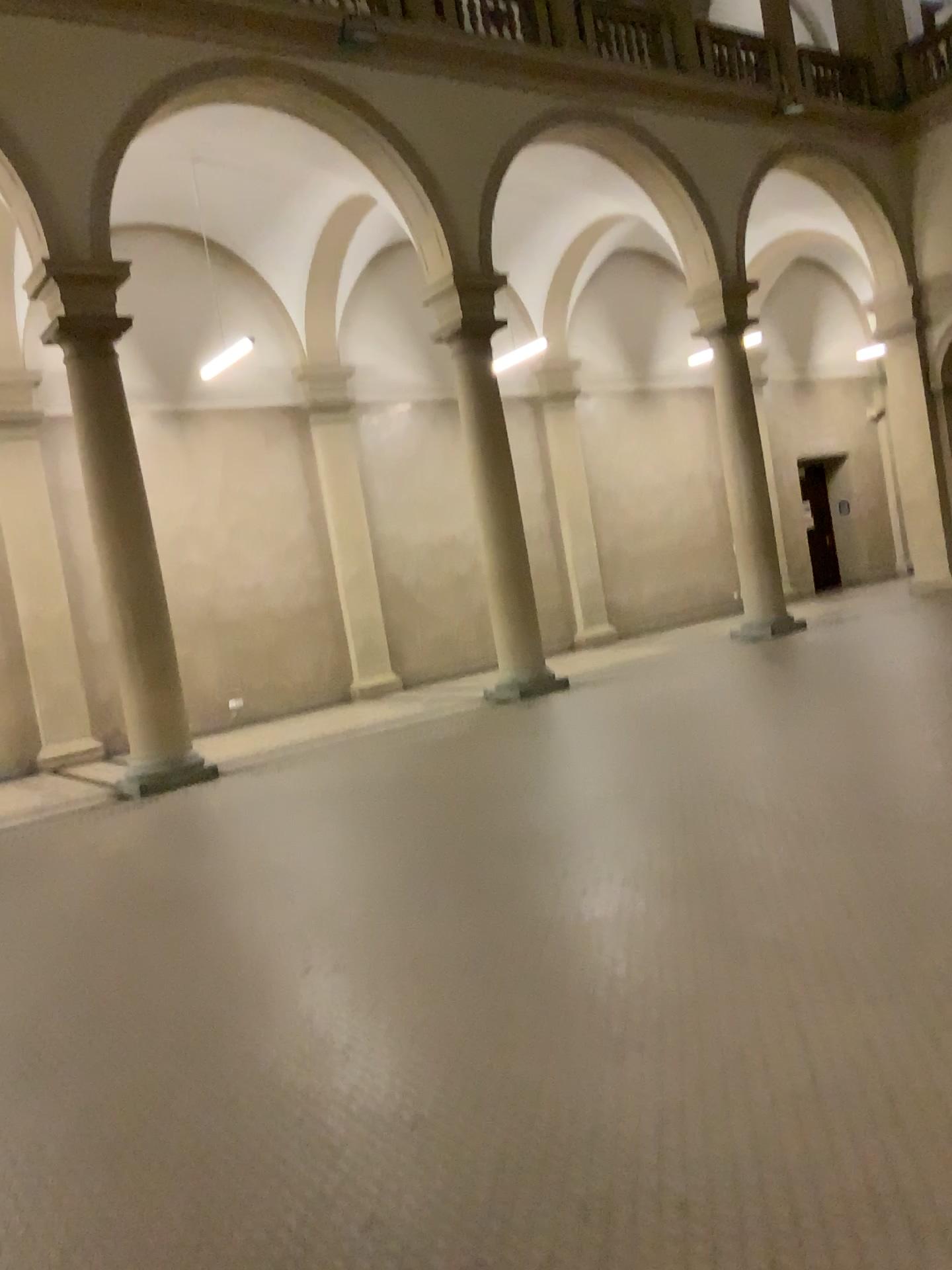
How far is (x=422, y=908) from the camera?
4.8 meters
